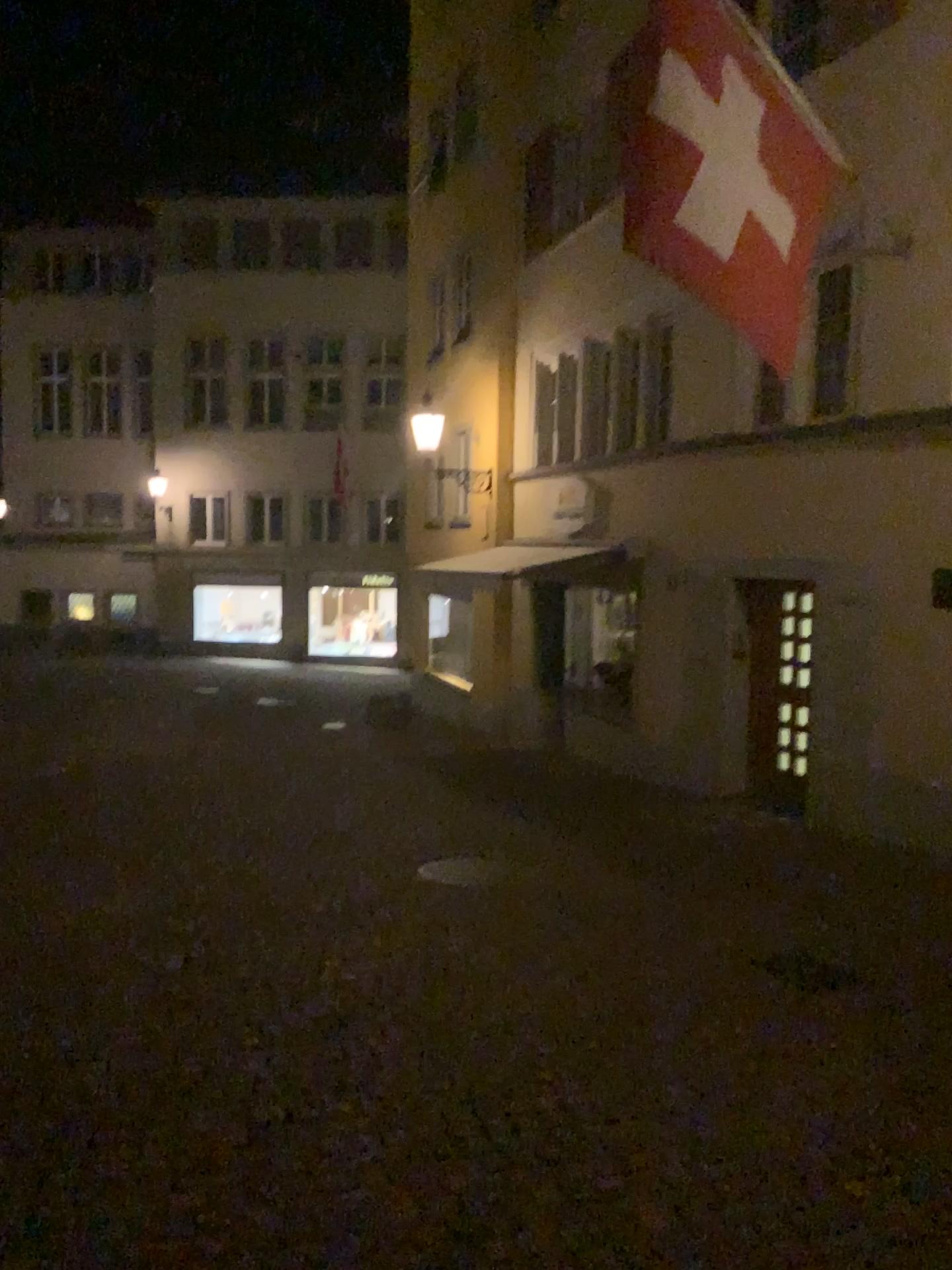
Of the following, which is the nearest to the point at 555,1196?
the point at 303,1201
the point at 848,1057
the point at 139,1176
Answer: the point at 303,1201
